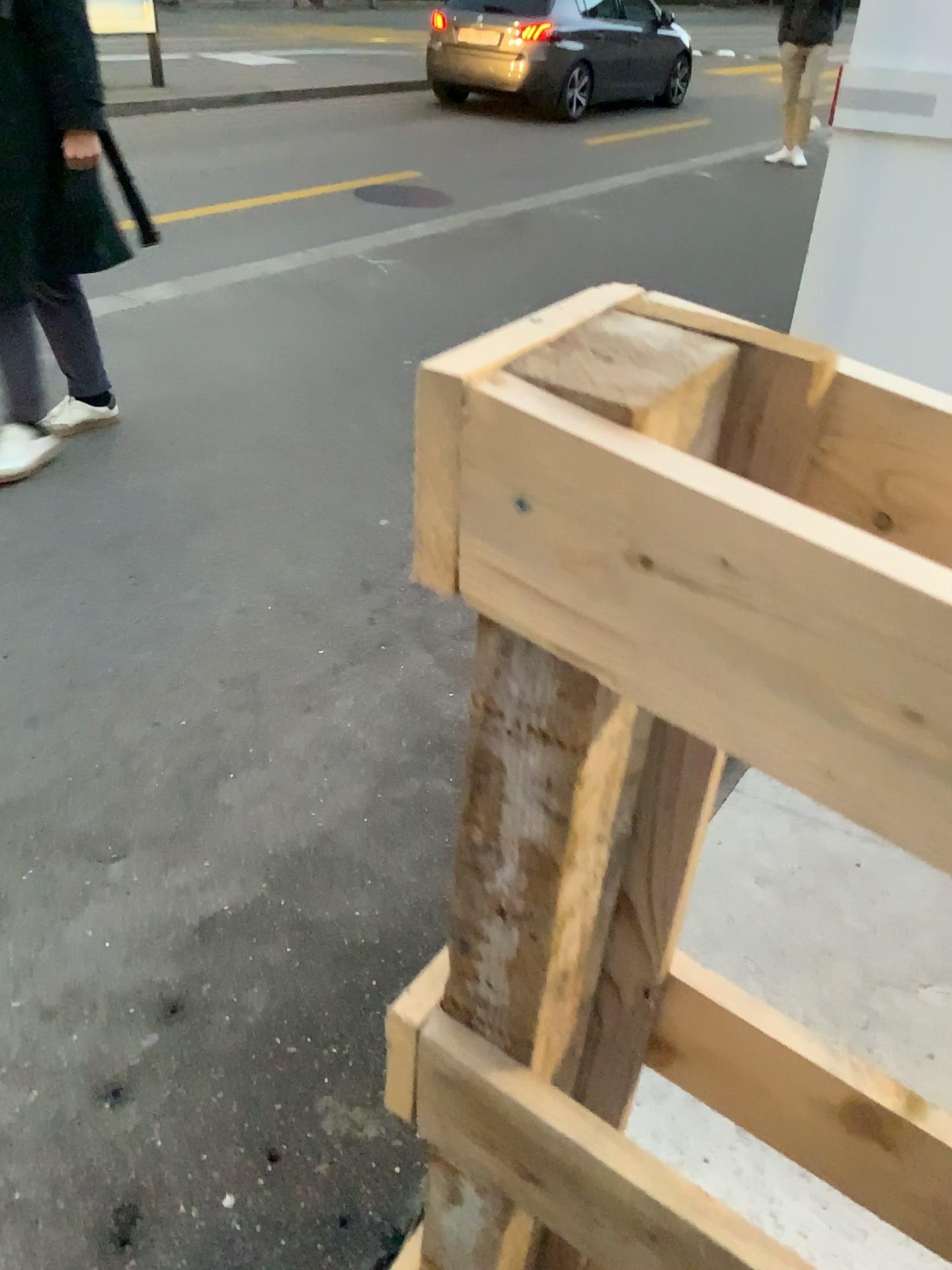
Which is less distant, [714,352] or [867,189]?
[714,352]
